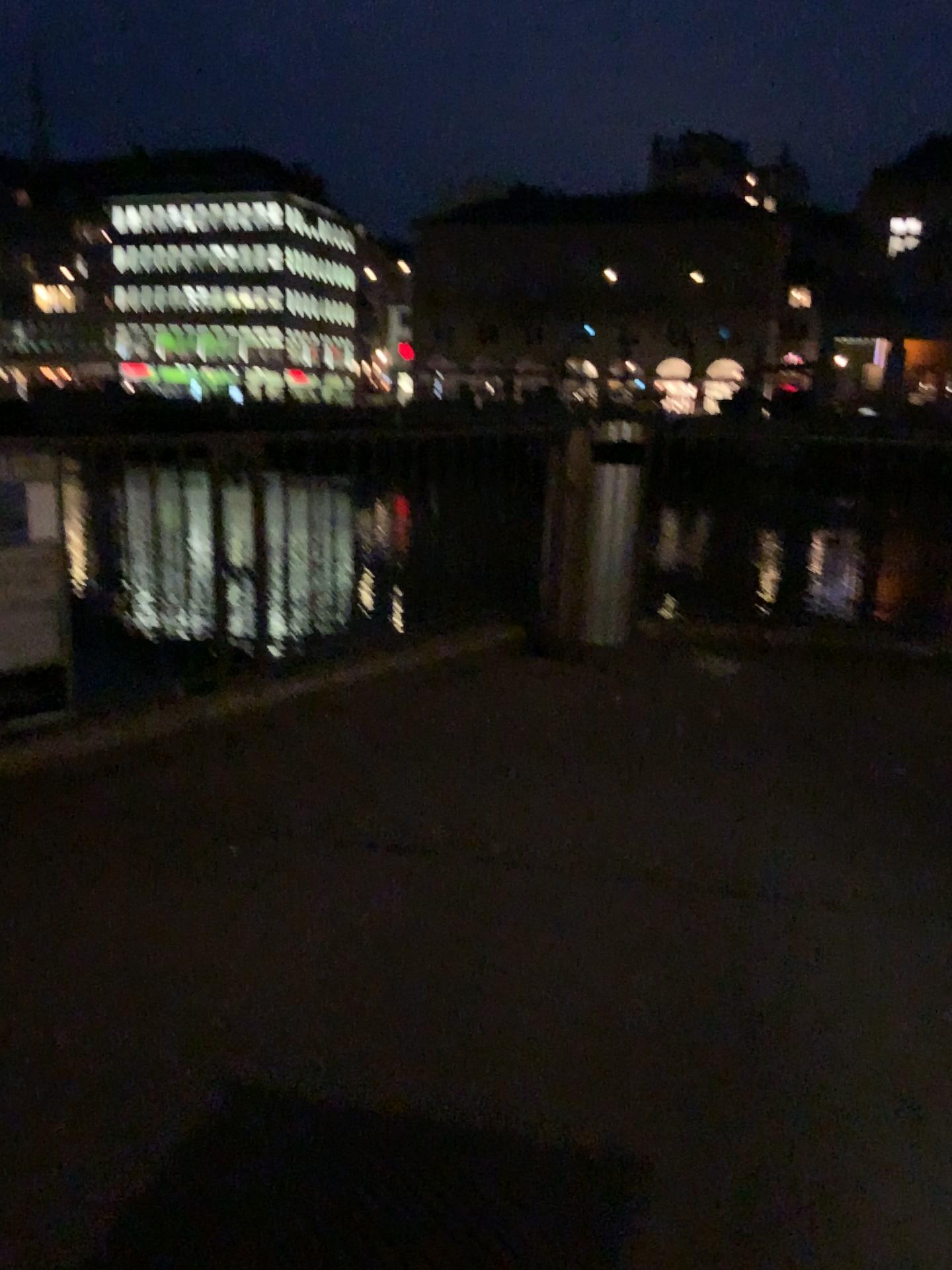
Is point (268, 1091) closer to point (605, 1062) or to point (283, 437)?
point (605, 1062)
